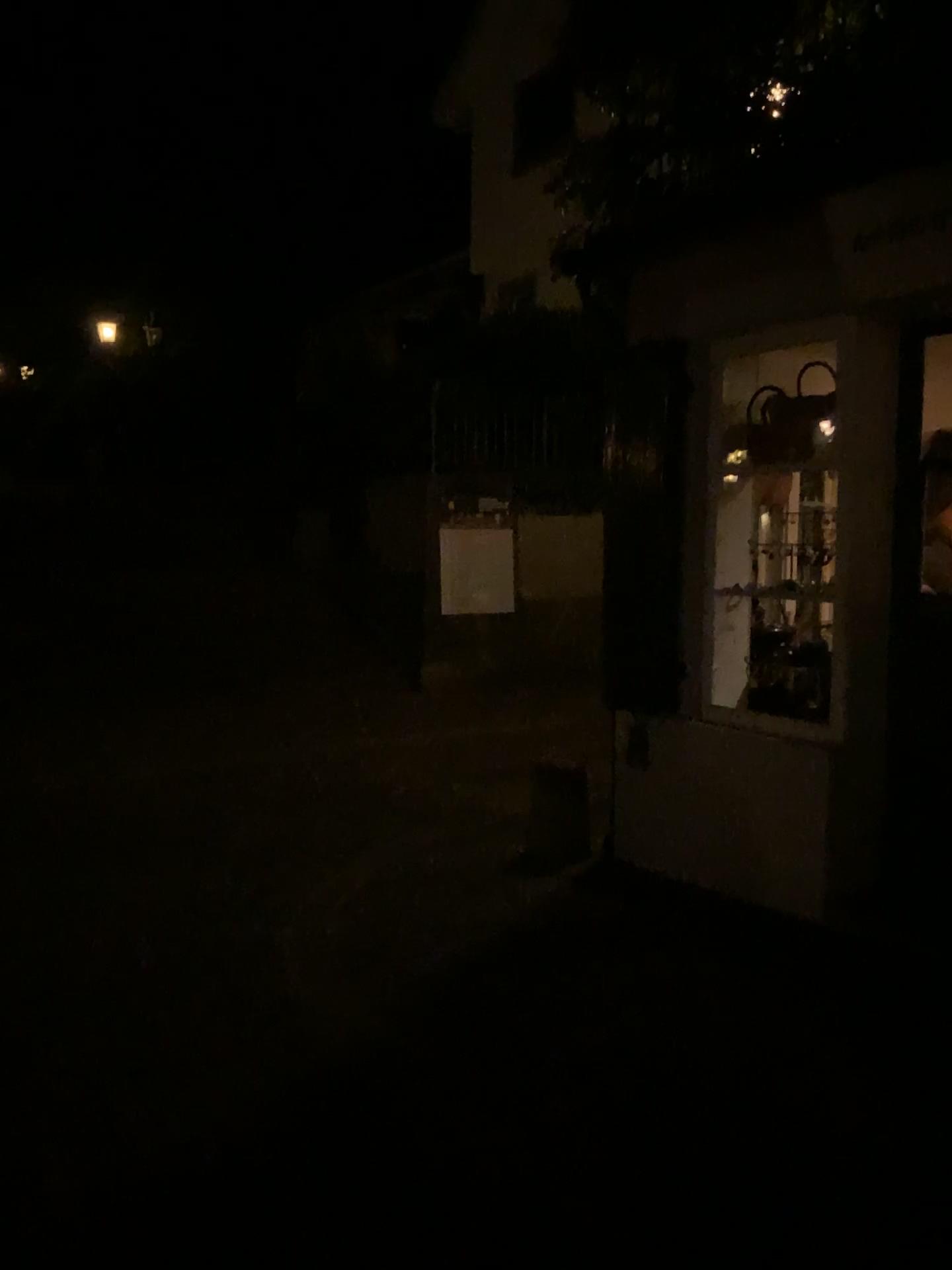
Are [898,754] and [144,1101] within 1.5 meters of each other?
no
